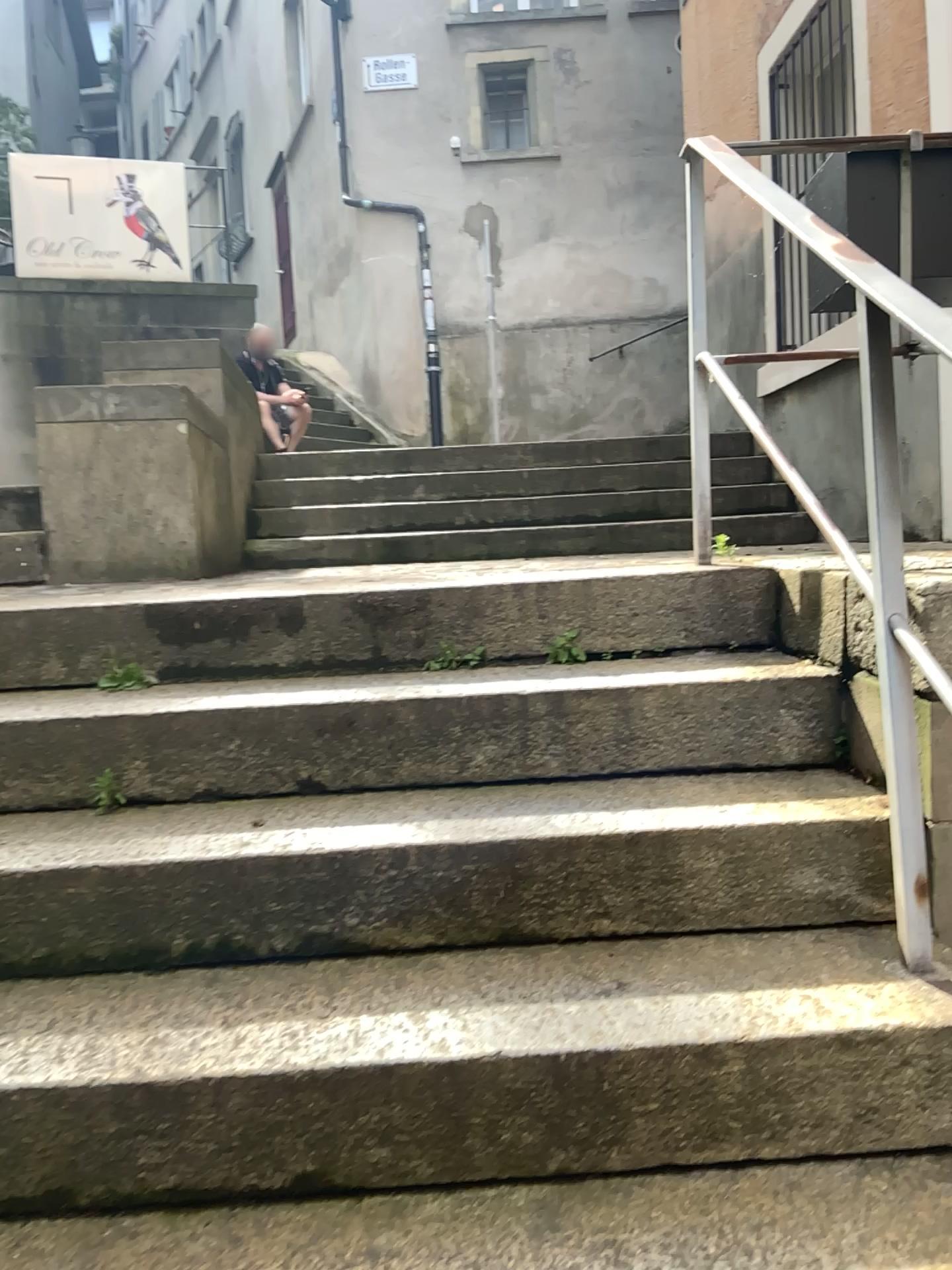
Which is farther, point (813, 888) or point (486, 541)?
point (486, 541)

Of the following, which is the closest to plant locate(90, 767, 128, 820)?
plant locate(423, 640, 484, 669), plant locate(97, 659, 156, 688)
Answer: plant locate(97, 659, 156, 688)

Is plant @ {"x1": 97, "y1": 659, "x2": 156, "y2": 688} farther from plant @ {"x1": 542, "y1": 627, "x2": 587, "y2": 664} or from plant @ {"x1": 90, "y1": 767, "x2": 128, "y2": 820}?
plant @ {"x1": 542, "y1": 627, "x2": 587, "y2": 664}

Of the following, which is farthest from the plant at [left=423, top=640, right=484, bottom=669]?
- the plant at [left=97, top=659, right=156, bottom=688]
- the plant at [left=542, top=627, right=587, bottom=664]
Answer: the plant at [left=97, top=659, right=156, bottom=688]

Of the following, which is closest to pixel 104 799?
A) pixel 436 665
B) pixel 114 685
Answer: pixel 114 685

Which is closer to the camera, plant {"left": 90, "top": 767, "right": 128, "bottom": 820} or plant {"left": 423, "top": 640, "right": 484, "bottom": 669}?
plant {"left": 90, "top": 767, "right": 128, "bottom": 820}

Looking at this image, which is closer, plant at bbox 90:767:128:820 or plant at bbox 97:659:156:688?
plant at bbox 90:767:128:820

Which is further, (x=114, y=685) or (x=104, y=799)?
(x=114, y=685)

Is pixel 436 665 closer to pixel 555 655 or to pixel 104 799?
pixel 555 655

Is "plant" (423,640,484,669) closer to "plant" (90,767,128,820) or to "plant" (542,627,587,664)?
"plant" (542,627,587,664)
